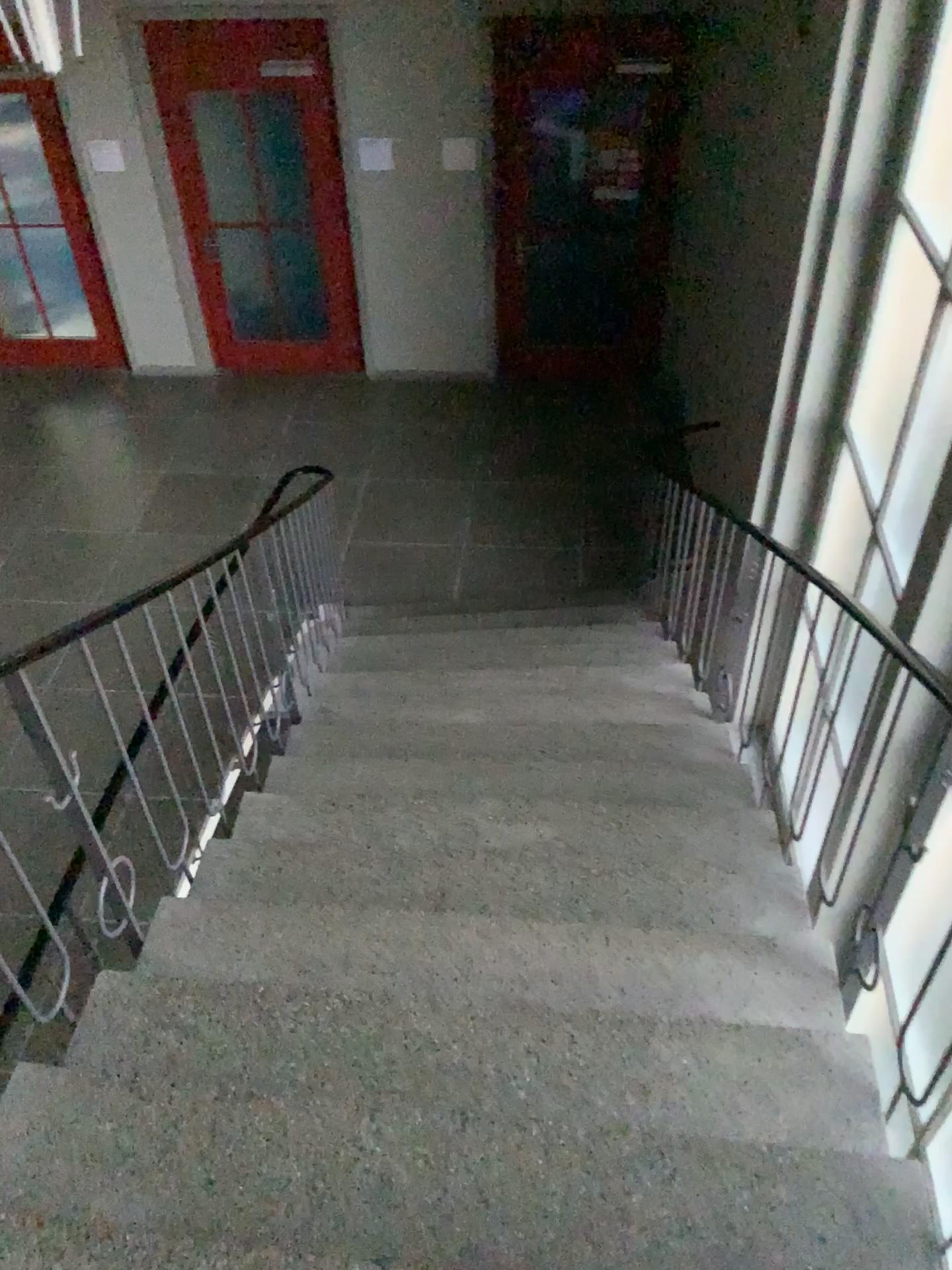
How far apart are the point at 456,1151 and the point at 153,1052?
0.64m
